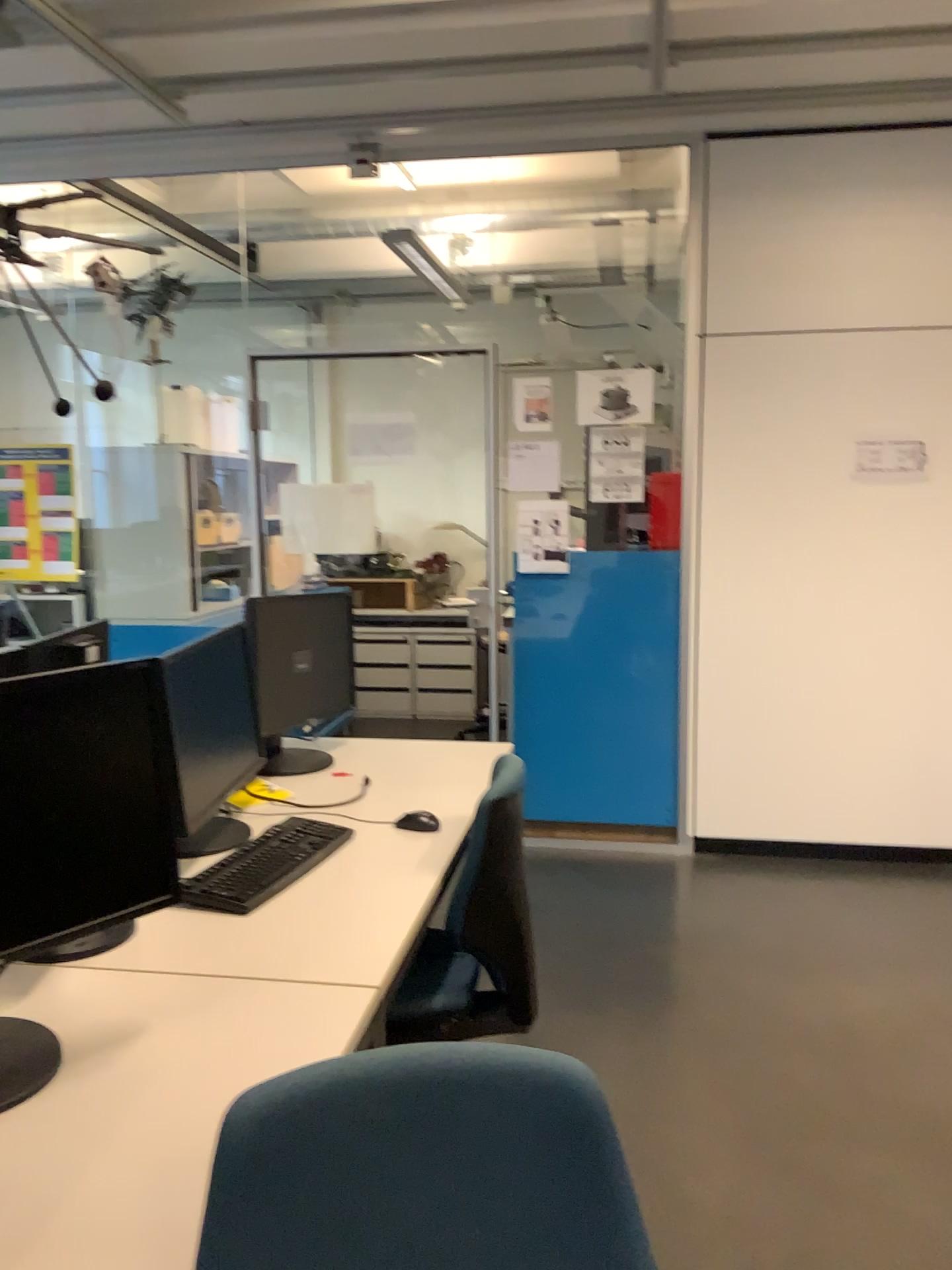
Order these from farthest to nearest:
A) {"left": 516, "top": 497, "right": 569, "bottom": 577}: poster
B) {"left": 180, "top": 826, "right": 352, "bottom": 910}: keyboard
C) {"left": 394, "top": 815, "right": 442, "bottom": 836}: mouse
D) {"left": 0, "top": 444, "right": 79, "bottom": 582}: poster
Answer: {"left": 0, "top": 444, "right": 79, "bottom": 582}: poster < {"left": 516, "top": 497, "right": 569, "bottom": 577}: poster < {"left": 394, "top": 815, "right": 442, "bottom": 836}: mouse < {"left": 180, "top": 826, "right": 352, "bottom": 910}: keyboard

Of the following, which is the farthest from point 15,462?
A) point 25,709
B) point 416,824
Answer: point 25,709

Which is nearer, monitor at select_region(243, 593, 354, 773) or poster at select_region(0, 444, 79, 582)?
monitor at select_region(243, 593, 354, 773)

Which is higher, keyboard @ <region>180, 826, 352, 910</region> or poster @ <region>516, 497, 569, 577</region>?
poster @ <region>516, 497, 569, 577</region>

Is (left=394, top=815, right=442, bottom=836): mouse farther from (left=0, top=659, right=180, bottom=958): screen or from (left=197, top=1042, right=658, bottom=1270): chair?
(left=197, top=1042, right=658, bottom=1270): chair

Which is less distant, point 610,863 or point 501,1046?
point 501,1046

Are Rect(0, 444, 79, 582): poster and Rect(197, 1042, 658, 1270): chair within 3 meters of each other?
no

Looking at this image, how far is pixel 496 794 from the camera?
2.2m

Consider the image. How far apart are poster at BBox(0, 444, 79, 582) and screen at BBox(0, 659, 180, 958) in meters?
3.4

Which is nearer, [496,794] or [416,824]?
[496,794]
